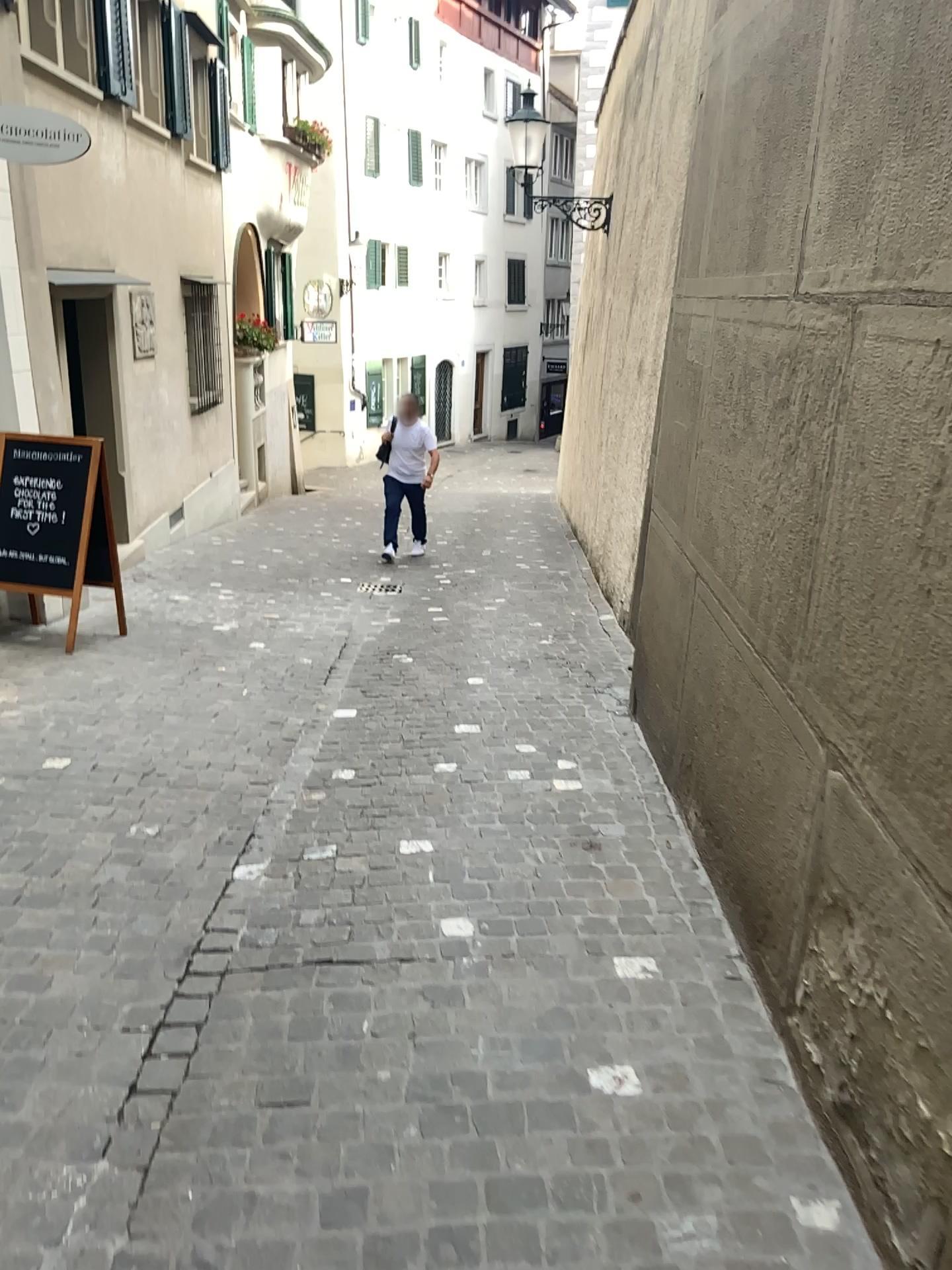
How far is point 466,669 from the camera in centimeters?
557cm
